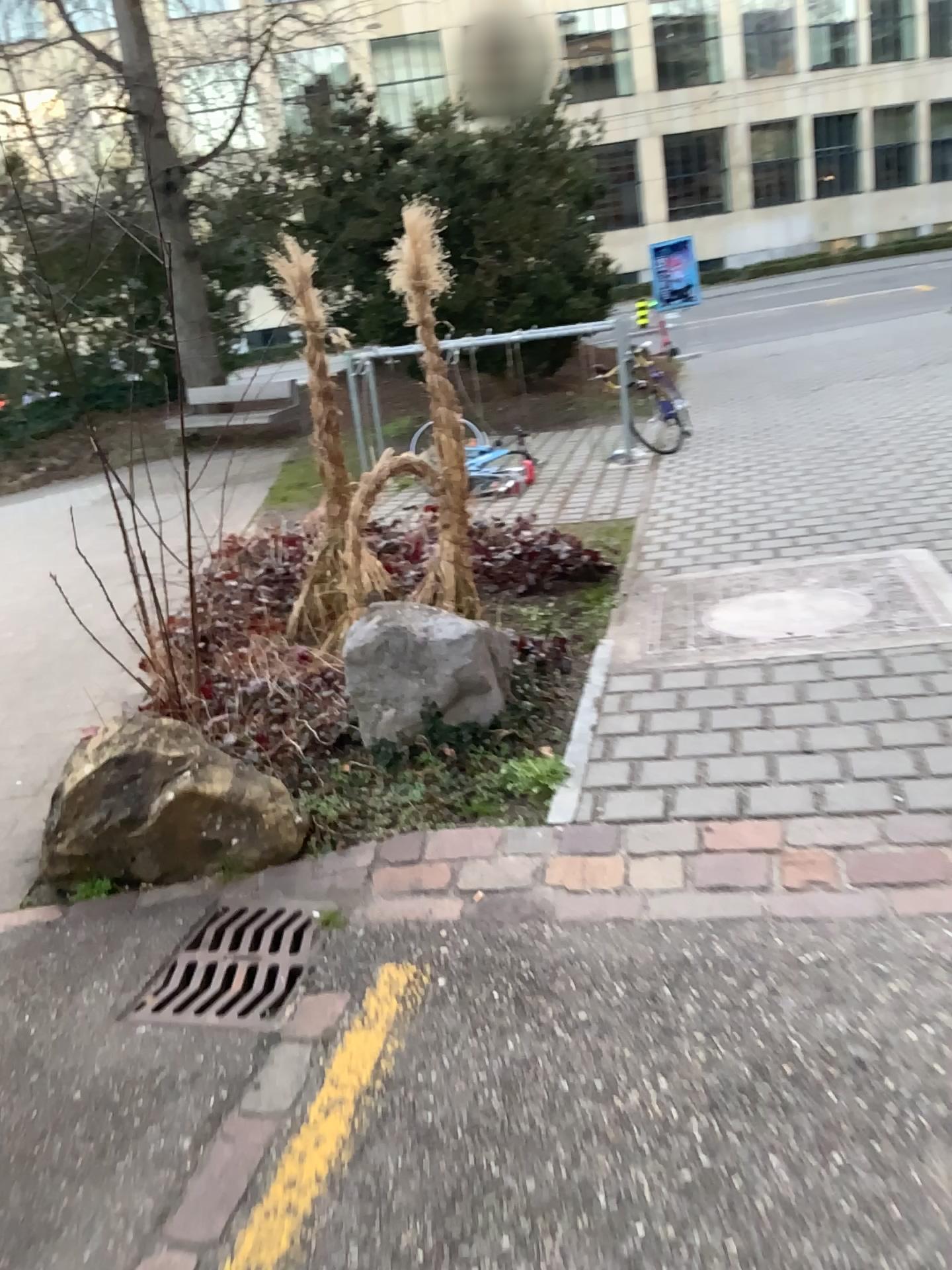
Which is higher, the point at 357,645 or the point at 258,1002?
the point at 357,645

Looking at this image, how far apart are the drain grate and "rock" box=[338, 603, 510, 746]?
0.8 meters

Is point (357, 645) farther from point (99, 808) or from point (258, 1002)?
point (258, 1002)

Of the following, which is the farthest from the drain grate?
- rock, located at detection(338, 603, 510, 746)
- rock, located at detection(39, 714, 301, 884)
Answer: rock, located at detection(338, 603, 510, 746)

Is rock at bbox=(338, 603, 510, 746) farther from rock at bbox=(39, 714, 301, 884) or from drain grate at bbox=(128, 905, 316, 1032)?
drain grate at bbox=(128, 905, 316, 1032)

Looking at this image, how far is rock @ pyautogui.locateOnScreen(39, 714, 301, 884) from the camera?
3.0 meters

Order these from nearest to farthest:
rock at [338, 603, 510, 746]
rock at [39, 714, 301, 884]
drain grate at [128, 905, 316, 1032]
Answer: drain grate at [128, 905, 316, 1032] → rock at [39, 714, 301, 884] → rock at [338, 603, 510, 746]

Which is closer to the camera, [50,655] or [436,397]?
[436,397]

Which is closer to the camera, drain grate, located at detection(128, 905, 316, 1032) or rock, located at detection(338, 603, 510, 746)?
drain grate, located at detection(128, 905, 316, 1032)

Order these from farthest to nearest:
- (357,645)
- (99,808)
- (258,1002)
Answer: (357,645) → (99,808) → (258,1002)
